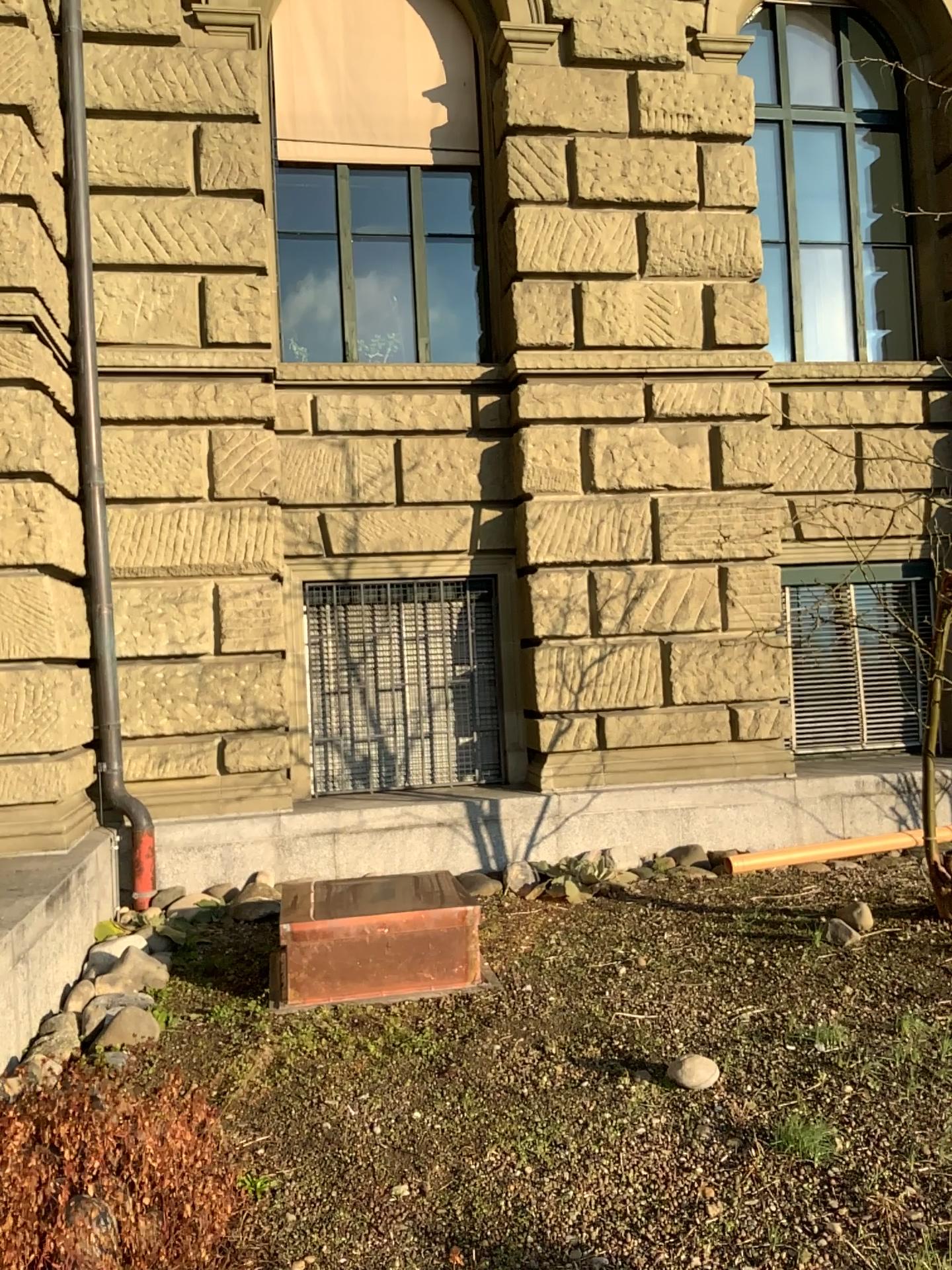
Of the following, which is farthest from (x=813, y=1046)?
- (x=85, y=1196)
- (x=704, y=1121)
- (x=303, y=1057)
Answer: (x=85, y=1196)
